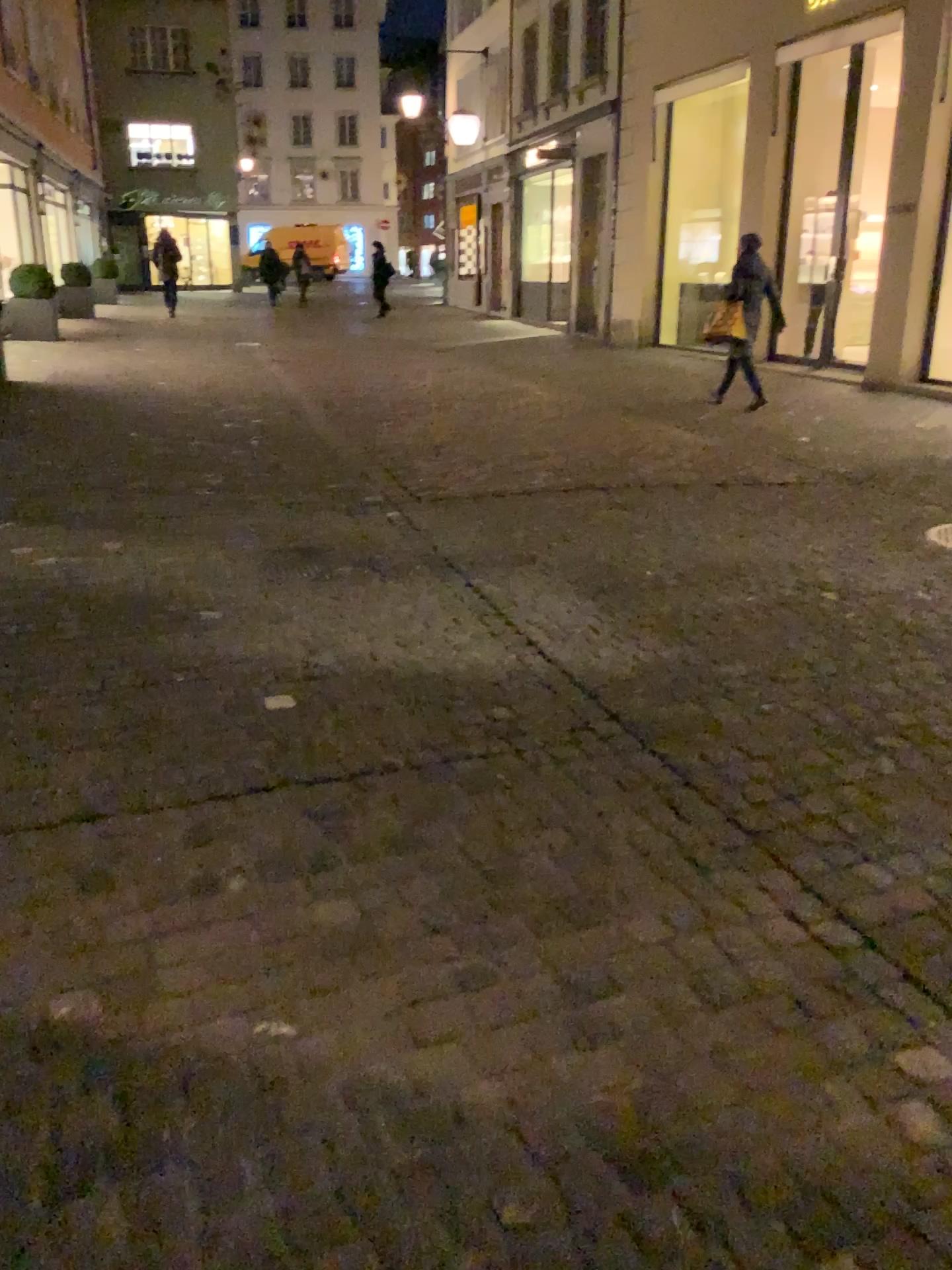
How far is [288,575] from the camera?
4.4 meters
